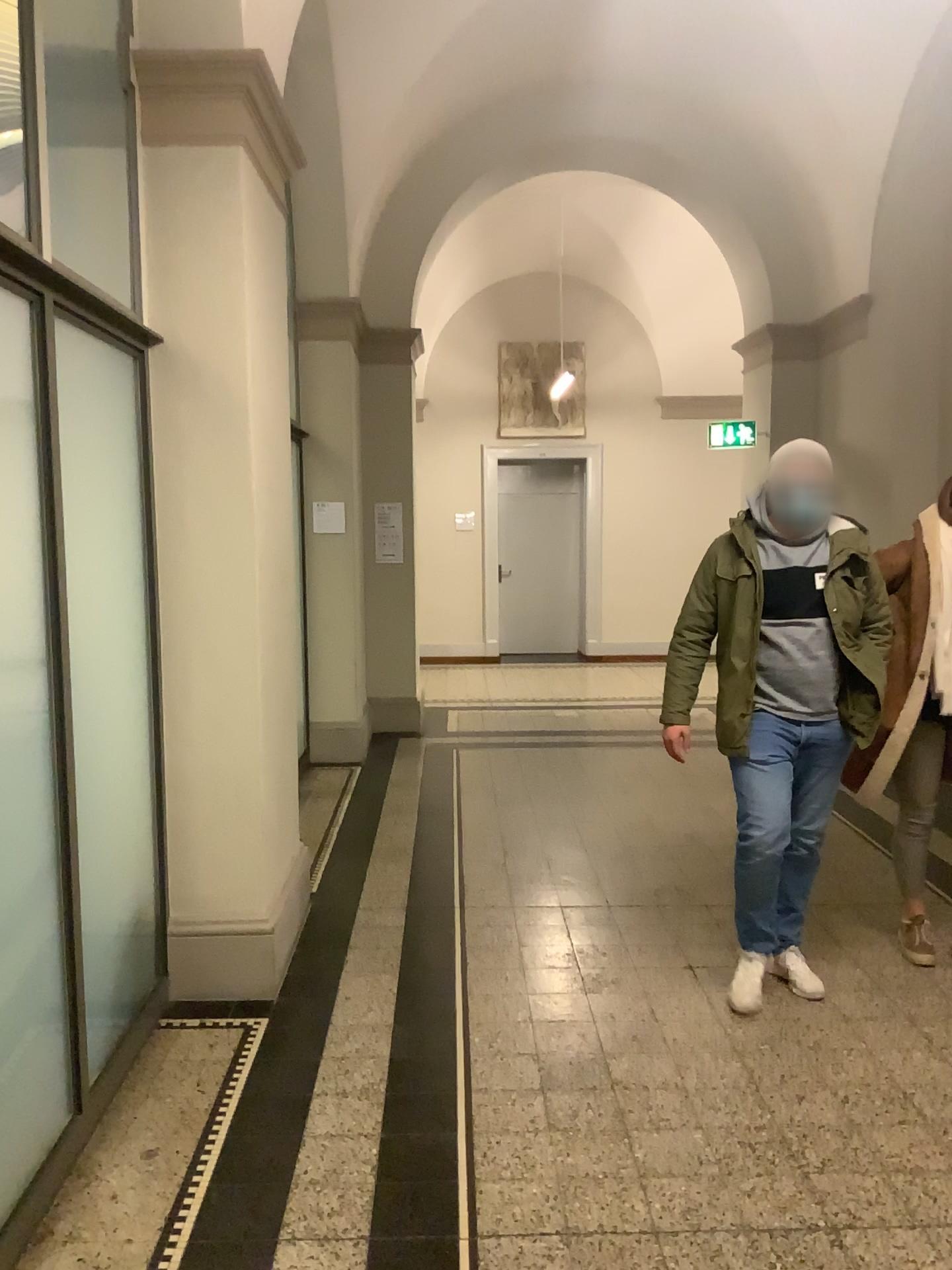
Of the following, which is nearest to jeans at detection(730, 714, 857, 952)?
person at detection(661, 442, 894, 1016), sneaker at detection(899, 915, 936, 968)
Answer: person at detection(661, 442, 894, 1016)

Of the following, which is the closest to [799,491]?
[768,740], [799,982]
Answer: [768,740]

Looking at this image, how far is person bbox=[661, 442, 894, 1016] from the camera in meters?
3.4 m

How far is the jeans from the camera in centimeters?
344cm

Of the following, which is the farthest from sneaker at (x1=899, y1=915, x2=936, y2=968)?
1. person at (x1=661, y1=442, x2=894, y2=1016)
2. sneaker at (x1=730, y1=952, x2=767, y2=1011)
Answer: sneaker at (x1=730, y1=952, x2=767, y2=1011)

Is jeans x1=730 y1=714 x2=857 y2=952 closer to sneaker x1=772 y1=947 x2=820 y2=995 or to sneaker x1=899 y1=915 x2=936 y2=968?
sneaker x1=772 y1=947 x2=820 y2=995

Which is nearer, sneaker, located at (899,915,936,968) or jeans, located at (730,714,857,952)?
jeans, located at (730,714,857,952)

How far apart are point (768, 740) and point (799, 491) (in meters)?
0.81

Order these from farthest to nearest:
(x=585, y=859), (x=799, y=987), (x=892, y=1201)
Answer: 1. (x=585, y=859)
2. (x=799, y=987)
3. (x=892, y=1201)

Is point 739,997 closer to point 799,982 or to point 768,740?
point 799,982
